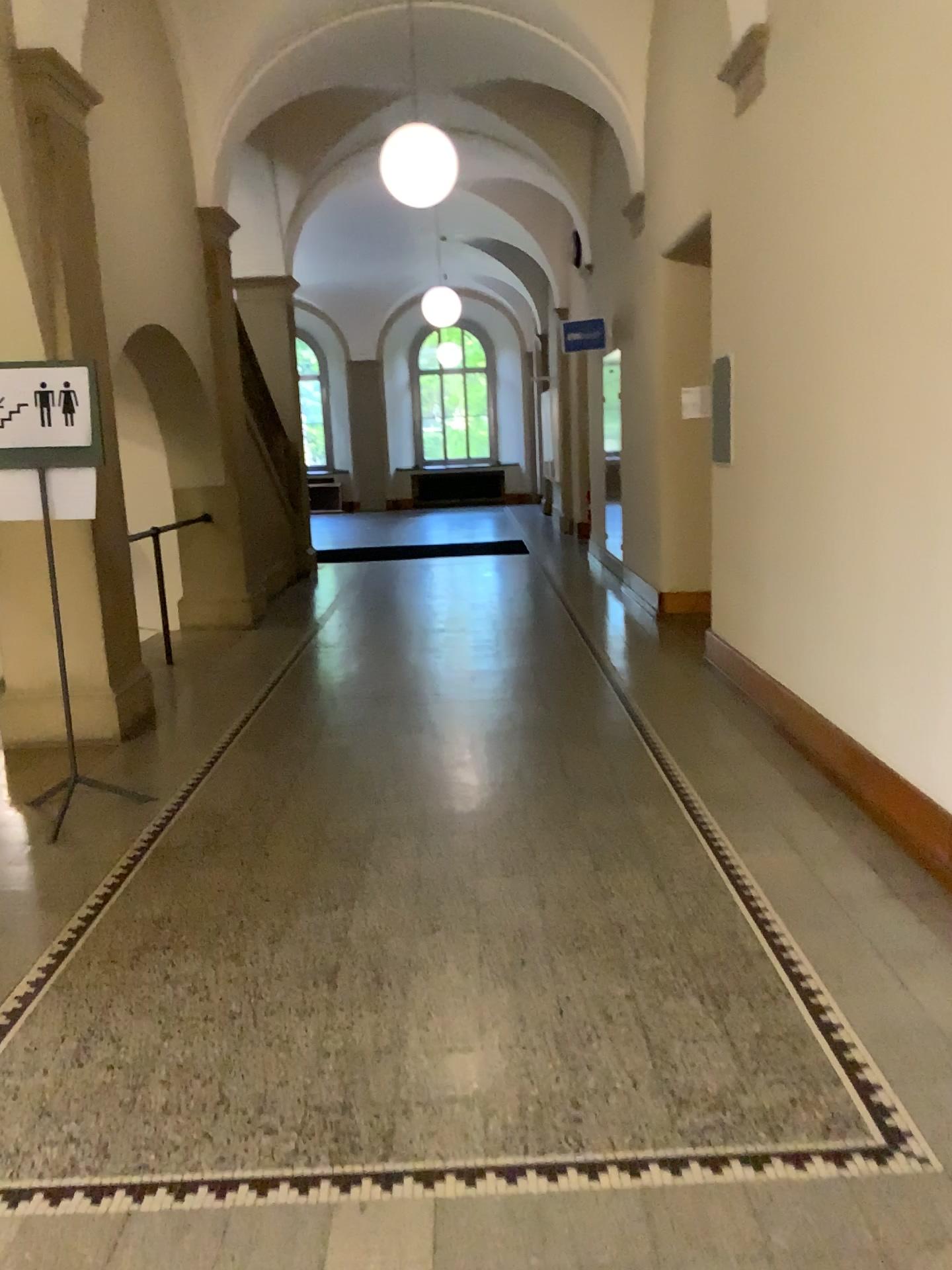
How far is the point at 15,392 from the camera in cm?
400

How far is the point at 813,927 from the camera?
3.07m

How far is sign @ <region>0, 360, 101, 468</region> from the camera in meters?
4.0
